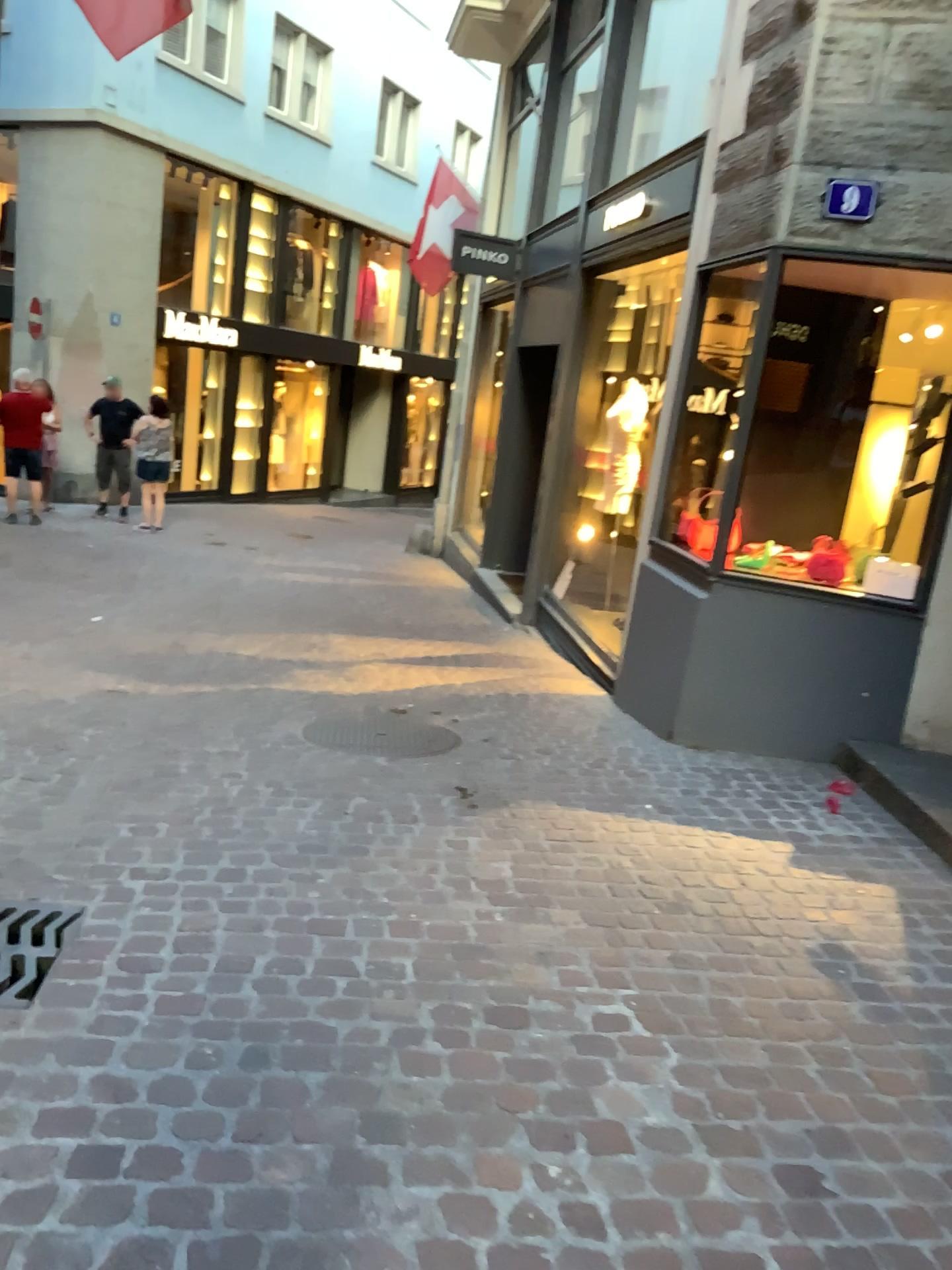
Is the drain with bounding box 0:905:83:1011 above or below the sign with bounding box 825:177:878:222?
below

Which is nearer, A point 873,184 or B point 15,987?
B point 15,987

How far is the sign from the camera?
4.4m

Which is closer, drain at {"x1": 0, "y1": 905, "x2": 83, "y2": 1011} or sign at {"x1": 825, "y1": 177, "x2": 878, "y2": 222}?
drain at {"x1": 0, "y1": 905, "x2": 83, "y2": 1011}

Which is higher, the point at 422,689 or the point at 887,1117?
the point at 887,1117

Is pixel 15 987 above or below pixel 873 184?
below

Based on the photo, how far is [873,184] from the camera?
4.38m
